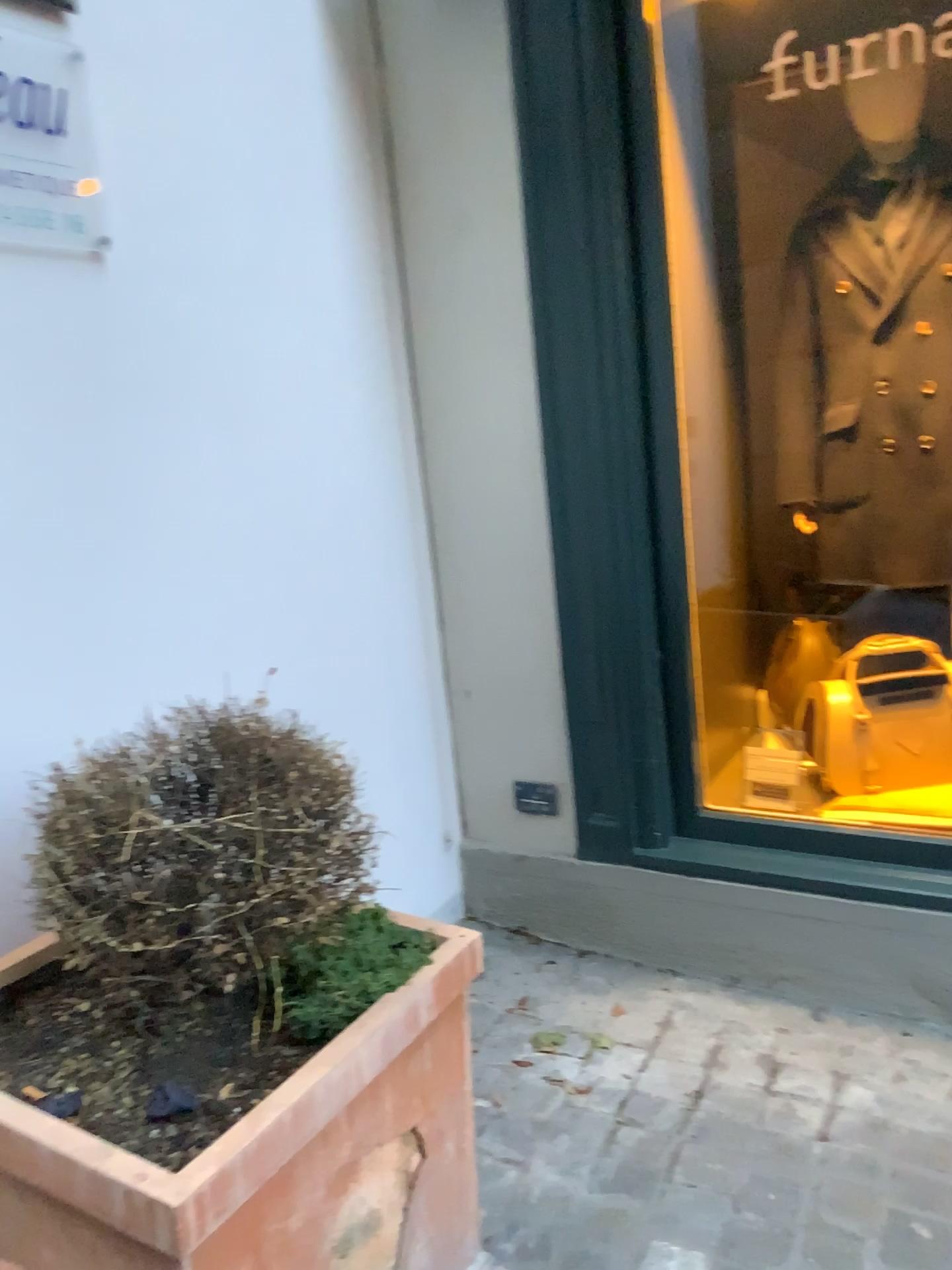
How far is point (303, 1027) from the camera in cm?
116

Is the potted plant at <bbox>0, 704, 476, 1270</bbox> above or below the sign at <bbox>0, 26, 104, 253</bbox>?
below

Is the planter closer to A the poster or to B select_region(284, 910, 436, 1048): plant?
B select_region(284, 910, 436, 1048): plant

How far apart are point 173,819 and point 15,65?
1.14m

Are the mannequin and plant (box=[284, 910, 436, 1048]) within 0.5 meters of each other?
no

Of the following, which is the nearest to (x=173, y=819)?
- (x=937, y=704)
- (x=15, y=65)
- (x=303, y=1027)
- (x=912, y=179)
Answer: (x=303, y=1027)

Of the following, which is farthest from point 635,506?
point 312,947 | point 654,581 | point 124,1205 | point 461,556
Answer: point 124,1205

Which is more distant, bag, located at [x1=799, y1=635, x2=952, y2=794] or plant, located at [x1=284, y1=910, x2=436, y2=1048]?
bag, located at [x1=799, y1=635, x2=952, y2=794]

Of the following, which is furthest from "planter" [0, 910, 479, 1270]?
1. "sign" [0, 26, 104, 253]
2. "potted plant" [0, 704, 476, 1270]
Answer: "sign" [0, 26, 104, 253]

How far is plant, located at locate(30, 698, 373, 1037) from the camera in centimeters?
115cm
